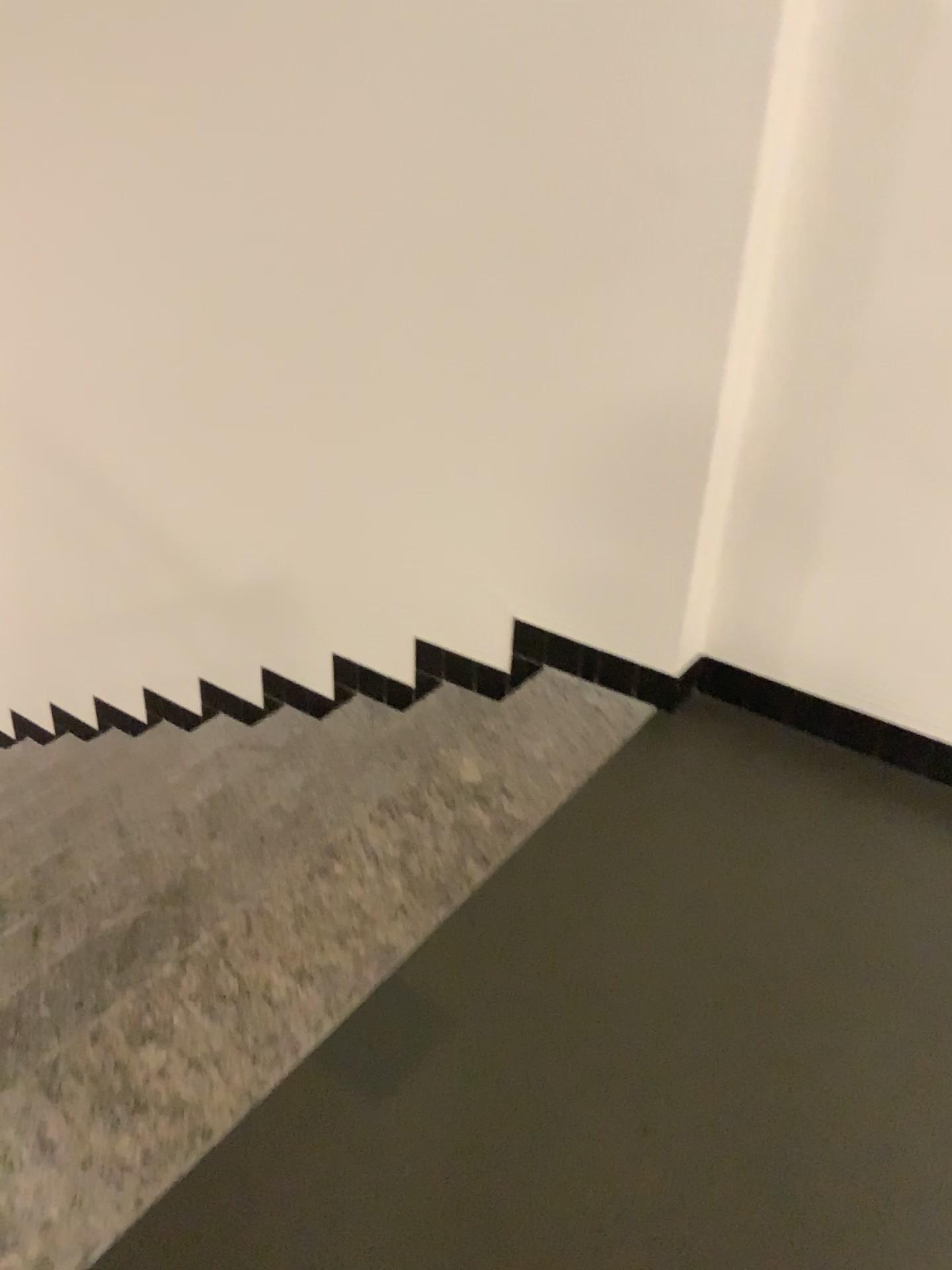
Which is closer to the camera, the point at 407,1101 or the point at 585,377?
the point at 407,1101

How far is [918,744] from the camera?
2.20m

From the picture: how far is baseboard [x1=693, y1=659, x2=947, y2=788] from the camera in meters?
2.2 m
